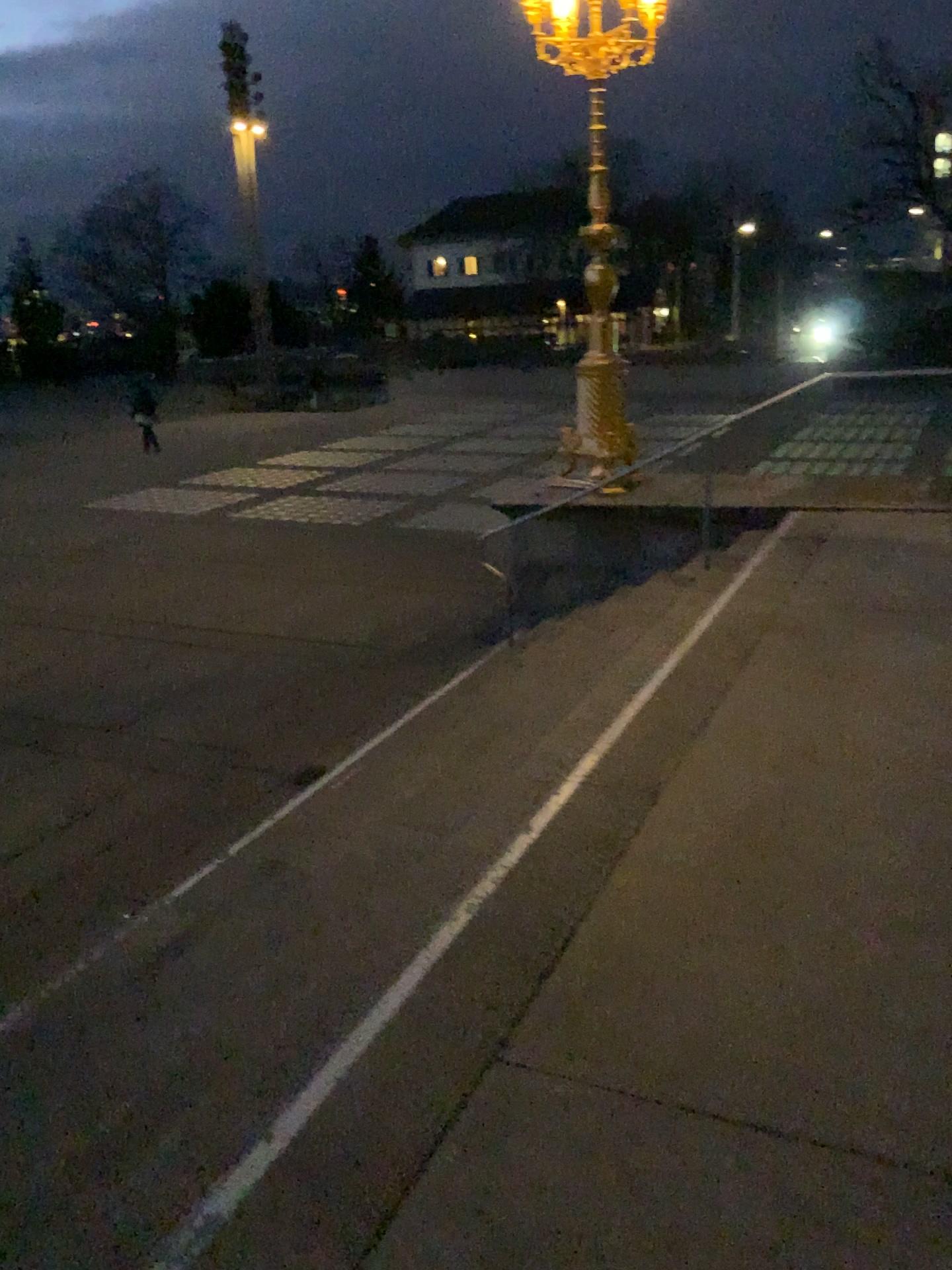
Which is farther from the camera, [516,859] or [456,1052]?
[516,859]
